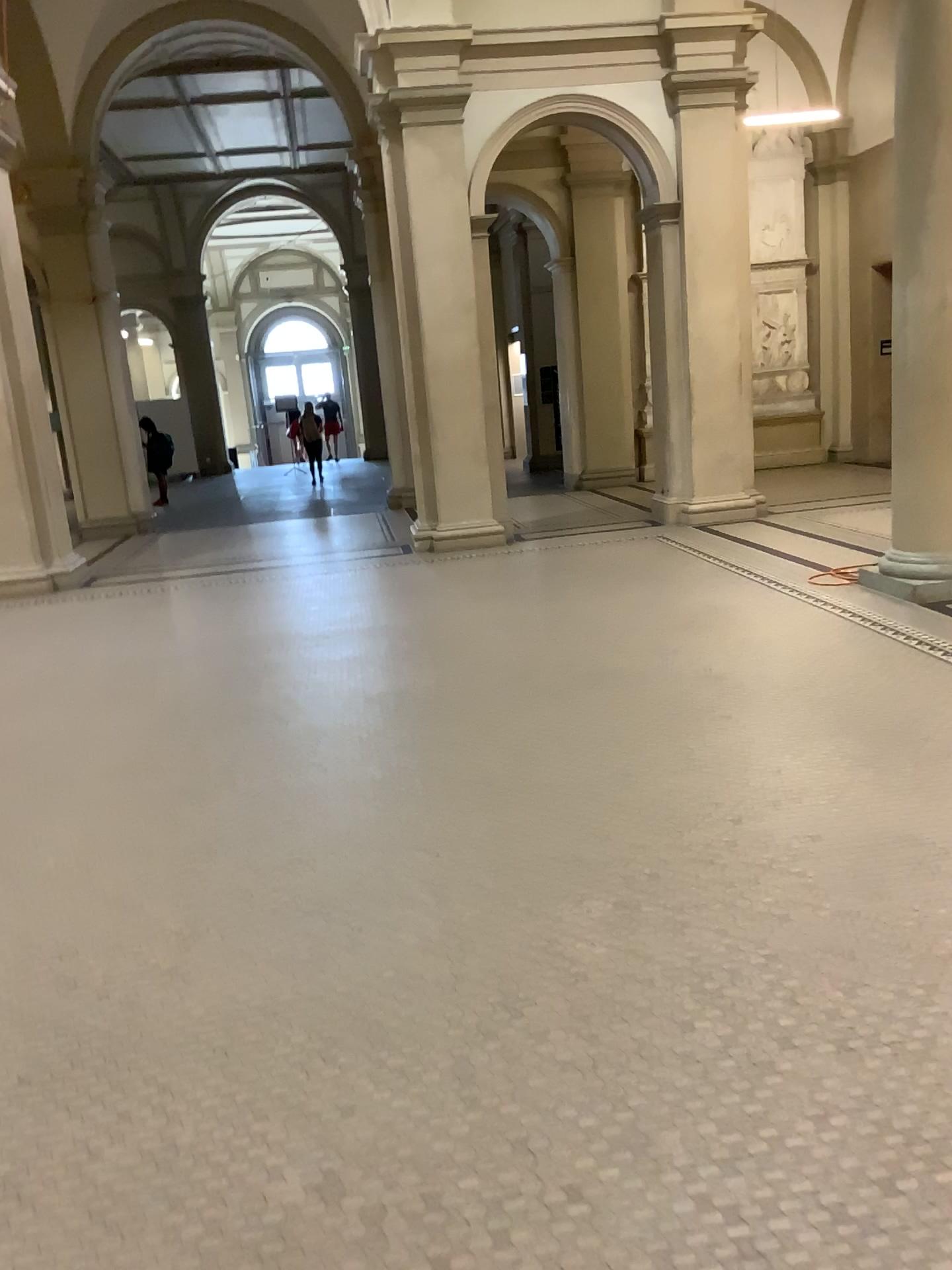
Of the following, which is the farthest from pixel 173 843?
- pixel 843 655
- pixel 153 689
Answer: pixel 843 655
